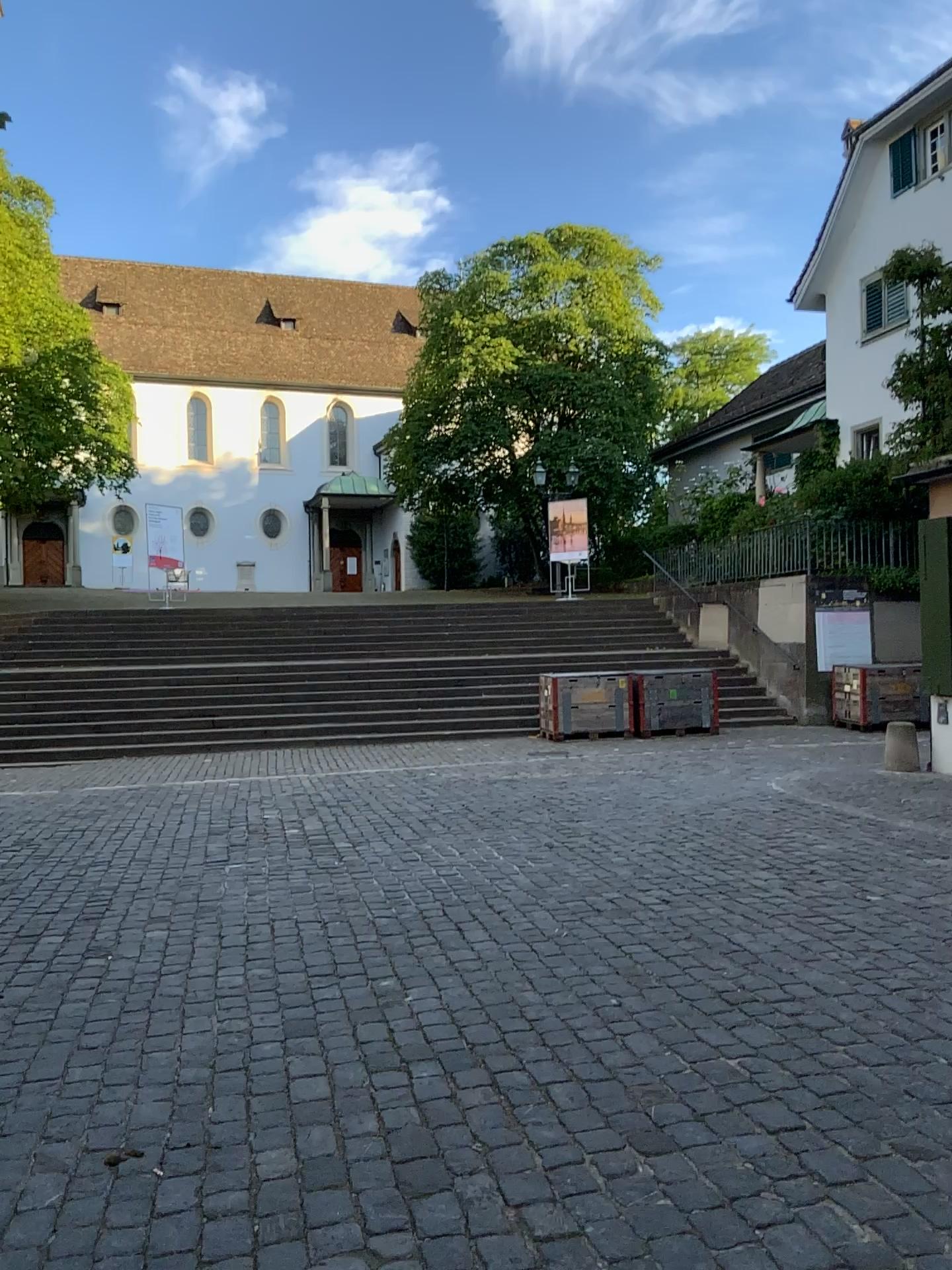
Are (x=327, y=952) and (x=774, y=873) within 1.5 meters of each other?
no
